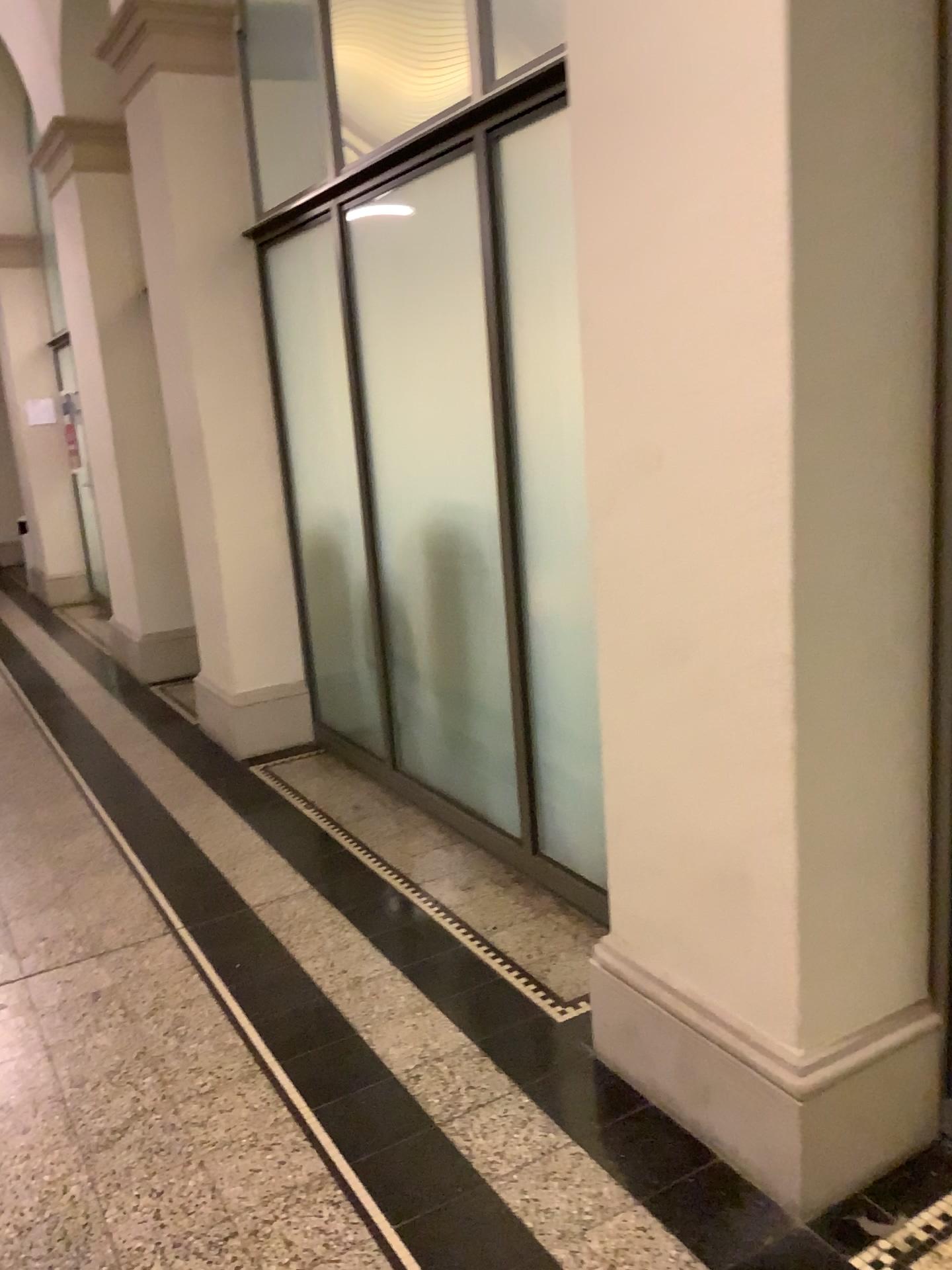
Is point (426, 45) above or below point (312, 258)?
above

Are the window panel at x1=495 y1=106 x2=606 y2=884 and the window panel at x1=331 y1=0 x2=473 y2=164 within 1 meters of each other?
yes

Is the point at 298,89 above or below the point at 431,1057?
above

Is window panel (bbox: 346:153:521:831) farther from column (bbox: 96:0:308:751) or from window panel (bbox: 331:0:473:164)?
column (bbox: 96:0:308:751)

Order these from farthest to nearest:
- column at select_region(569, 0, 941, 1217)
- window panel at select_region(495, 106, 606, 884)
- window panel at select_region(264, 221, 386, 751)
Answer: window panel at select_region(264, 221, 386, 751)
window panel at select_region(495, 106, 606, 884)
column at select_region(569, 0, 941, 1217)

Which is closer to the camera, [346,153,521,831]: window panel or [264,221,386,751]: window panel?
[346,153,521,831]: window panel

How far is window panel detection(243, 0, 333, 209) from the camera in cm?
427

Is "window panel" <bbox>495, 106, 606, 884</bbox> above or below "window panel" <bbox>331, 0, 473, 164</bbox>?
below

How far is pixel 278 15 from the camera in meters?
4.3 m

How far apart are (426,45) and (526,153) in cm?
80
